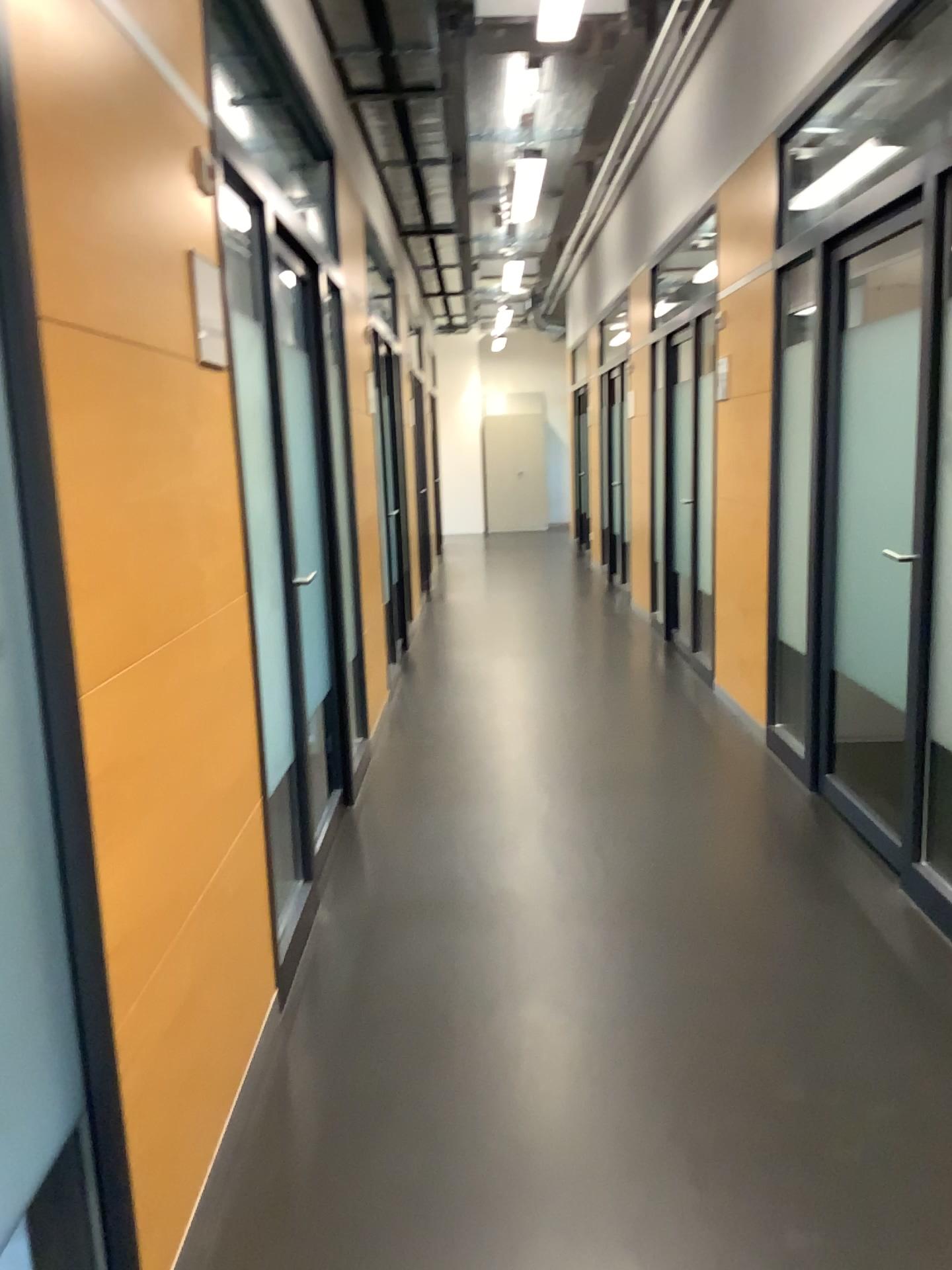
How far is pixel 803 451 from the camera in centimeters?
439cm

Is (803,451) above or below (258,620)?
above

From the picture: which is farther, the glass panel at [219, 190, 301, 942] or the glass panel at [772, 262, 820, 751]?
the glass panel at [772, 262, 820, 751]

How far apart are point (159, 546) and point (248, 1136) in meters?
1.2

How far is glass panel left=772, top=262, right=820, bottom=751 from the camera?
4.4 meters

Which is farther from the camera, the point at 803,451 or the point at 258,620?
the point at 803,451
